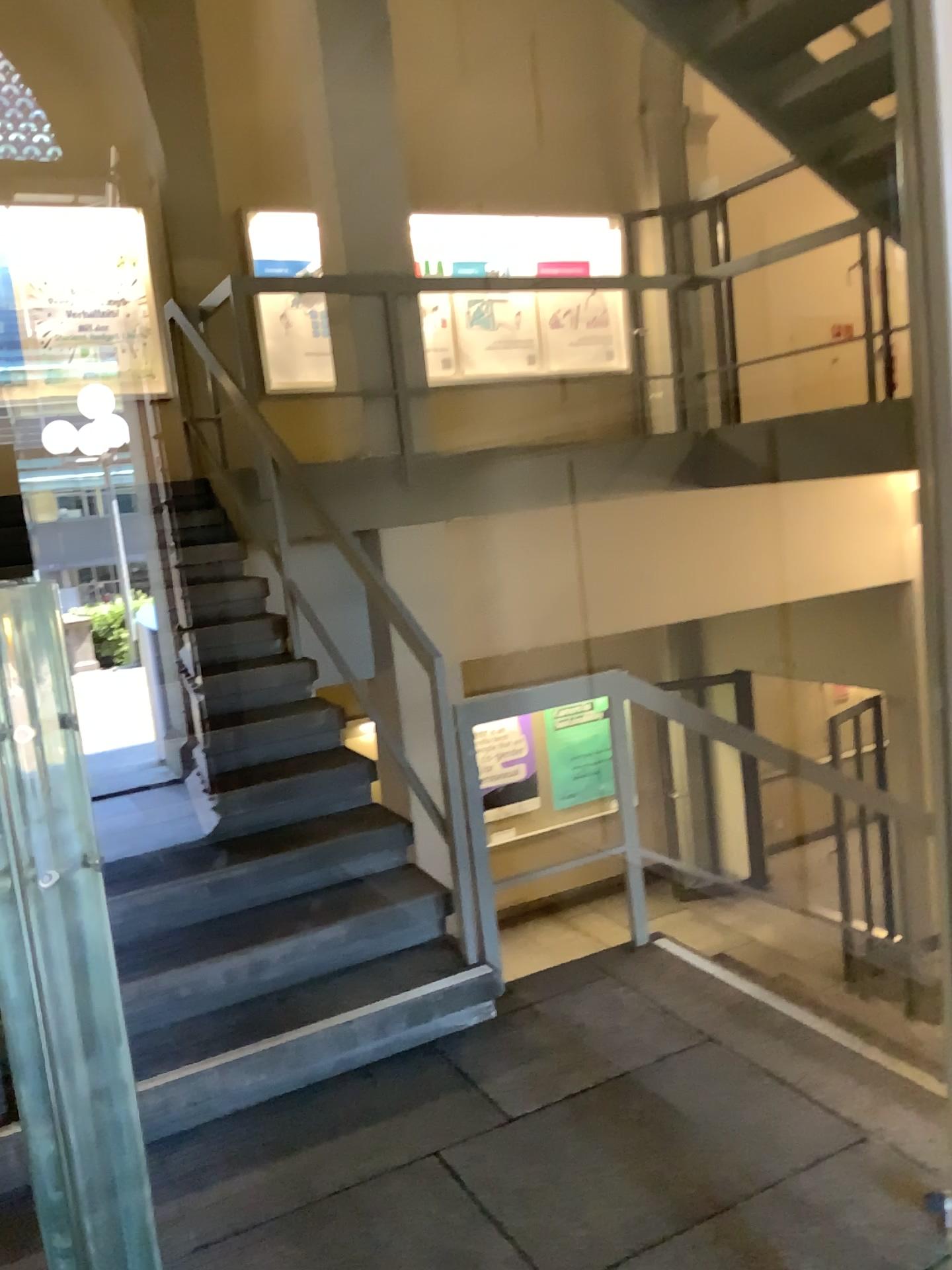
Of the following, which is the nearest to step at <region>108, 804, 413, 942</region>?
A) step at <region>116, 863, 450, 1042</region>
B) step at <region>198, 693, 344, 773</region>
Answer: step at <region>116, 863, 450, 1042</region>

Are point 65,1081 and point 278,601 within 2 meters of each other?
no

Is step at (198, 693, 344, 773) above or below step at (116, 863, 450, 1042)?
above

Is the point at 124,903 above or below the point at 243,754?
below

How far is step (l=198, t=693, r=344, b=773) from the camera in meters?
3.9

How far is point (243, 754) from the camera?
3.92m

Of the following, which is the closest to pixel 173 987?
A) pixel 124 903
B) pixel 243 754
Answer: pixel 124 903

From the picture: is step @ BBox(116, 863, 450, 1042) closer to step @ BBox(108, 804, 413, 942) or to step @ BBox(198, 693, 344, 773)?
step @ BBox(108, 804, 413, 942)

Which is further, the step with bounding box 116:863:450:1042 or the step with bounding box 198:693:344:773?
the step with bounding box 198:693:344:773
